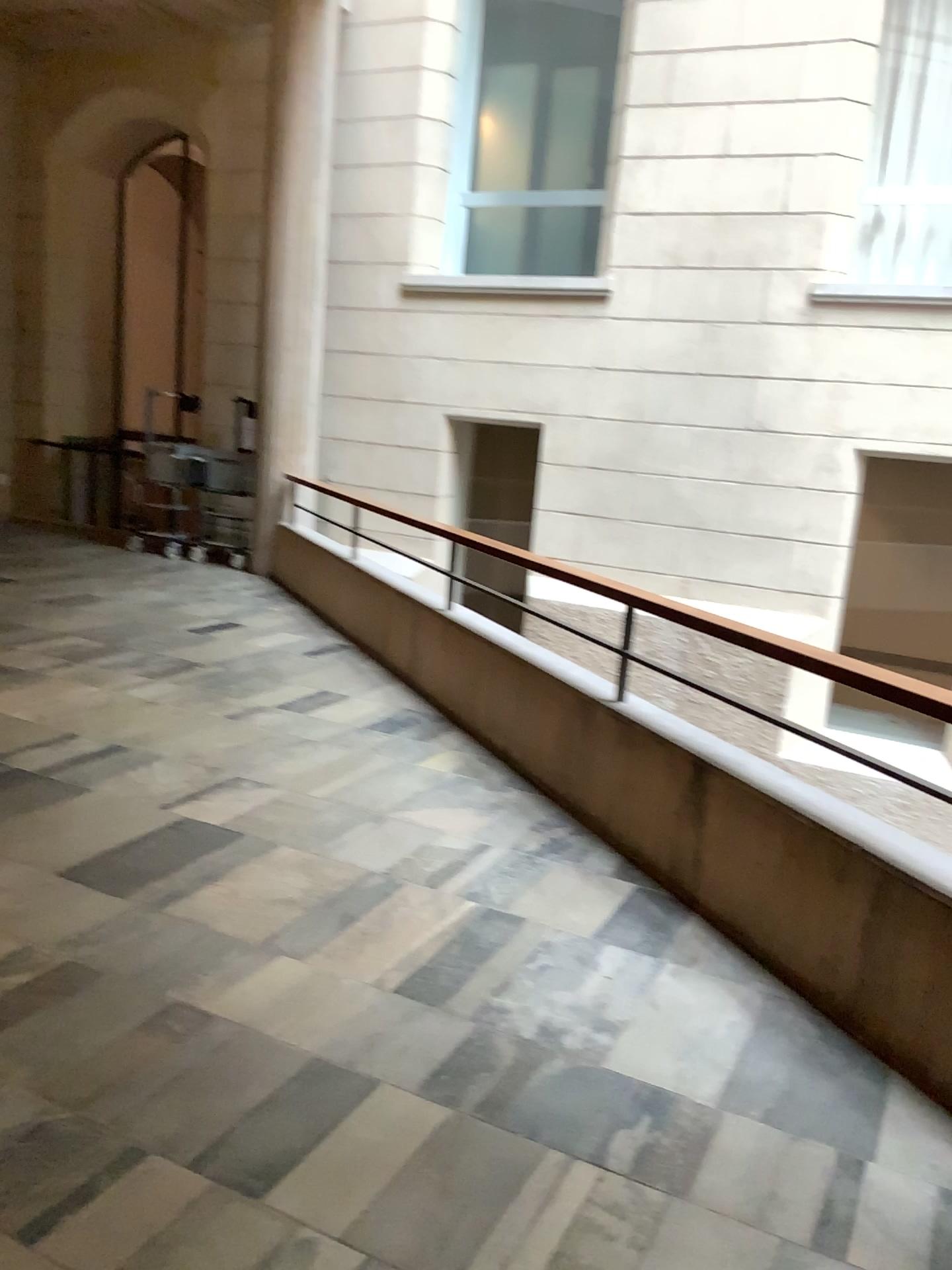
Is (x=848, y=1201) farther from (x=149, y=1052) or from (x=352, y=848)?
(x=352, y=848)
